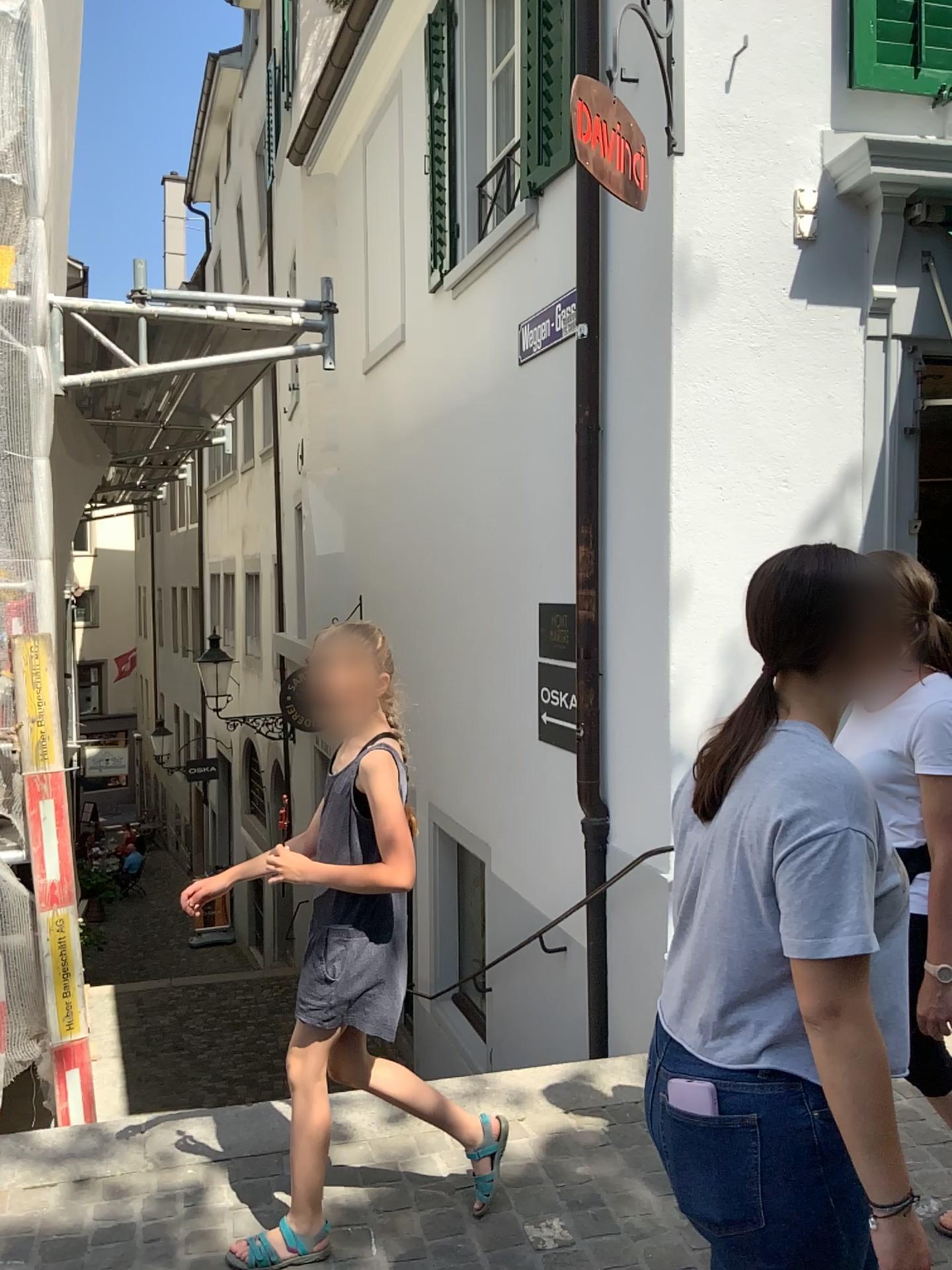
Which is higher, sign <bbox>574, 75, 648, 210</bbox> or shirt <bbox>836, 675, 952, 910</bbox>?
sign <bbox>574, 75, 648, 210</bbox>

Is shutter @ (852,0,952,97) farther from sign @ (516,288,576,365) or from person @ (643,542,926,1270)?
person @ (643,542,926,1270)

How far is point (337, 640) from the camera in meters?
2.3

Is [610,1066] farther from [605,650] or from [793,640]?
→ [793,640]

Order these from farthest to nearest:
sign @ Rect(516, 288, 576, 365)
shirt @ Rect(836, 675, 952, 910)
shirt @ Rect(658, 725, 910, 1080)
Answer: sign @ Rect(516, 288, 576, 365) → shirt @ Rect(836, 675, 952, 910) → shirt @ Rect(658, 725, 910, 1080)

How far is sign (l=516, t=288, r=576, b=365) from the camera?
4.89m

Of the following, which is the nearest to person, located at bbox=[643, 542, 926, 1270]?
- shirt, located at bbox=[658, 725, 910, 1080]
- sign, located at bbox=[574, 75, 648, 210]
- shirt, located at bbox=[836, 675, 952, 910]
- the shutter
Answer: shirt, located at bbox=[658, 725, 910, 1080]

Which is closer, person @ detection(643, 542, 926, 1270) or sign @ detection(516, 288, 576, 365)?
person @ detection(643, 542, 926, 1270)

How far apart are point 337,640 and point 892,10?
3.5m

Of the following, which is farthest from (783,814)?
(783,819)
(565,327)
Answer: (565,327)
